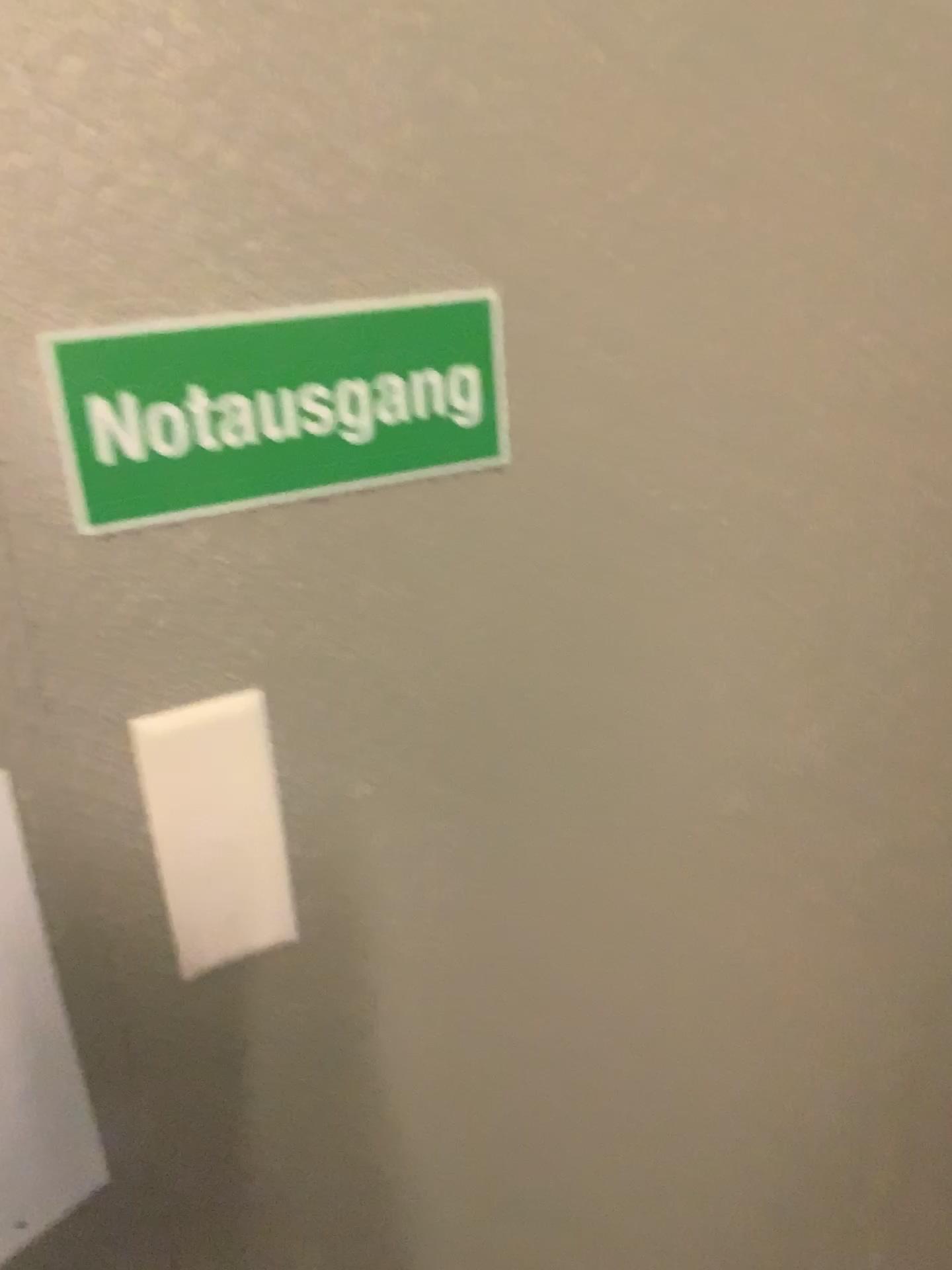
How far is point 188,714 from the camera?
0.7m

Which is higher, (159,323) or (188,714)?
(159,323)

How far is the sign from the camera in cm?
63

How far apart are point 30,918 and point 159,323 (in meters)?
0.38

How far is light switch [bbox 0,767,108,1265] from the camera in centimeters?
66cm

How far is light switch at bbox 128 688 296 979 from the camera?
0.7 meters

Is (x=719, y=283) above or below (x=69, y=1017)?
above
